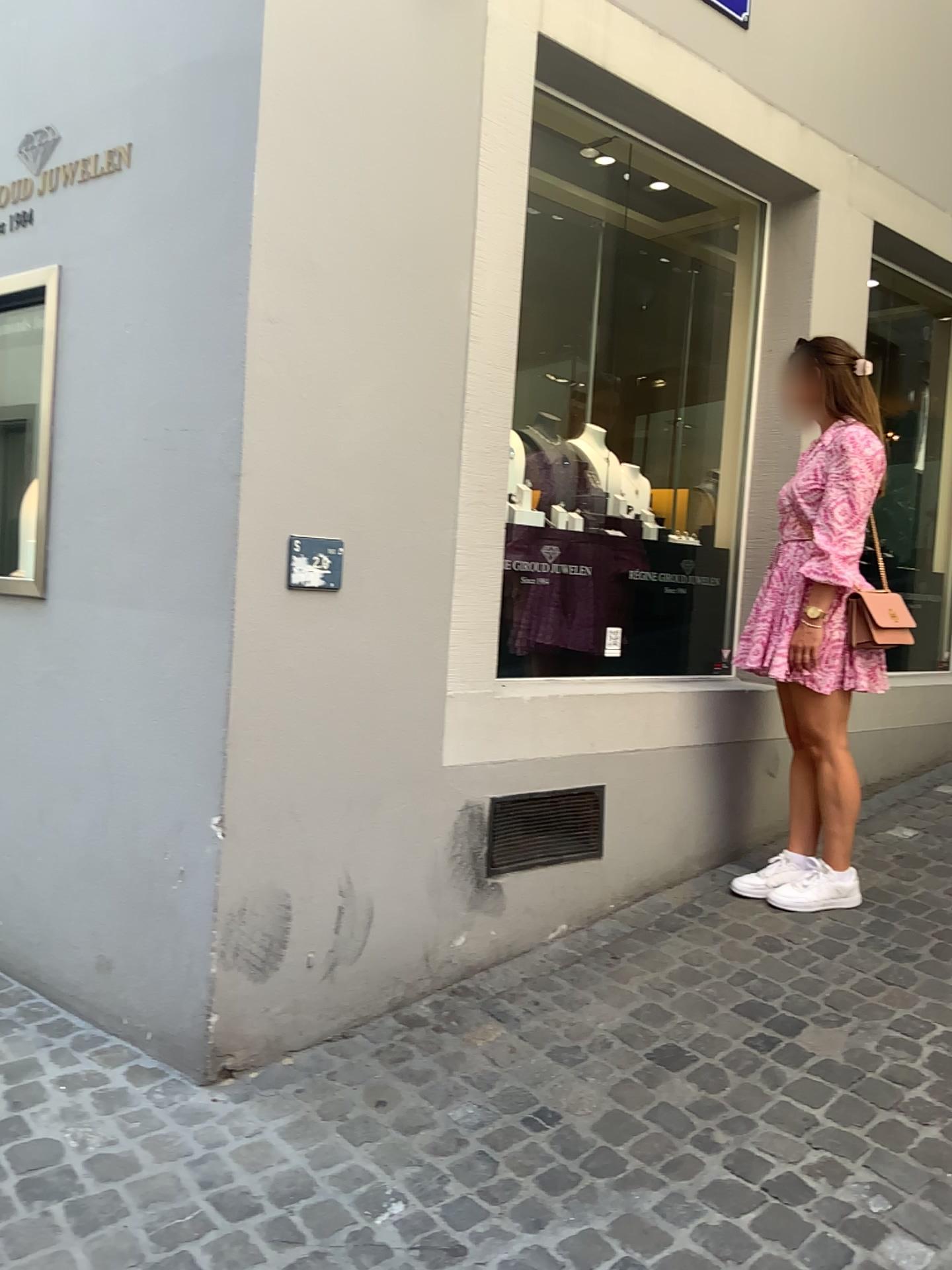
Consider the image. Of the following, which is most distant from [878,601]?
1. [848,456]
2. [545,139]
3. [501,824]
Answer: [545,139]

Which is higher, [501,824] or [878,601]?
[878,601]

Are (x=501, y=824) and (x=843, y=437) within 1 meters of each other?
no

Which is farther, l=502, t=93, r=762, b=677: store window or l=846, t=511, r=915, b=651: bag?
l=502, t=93, r=762, b=677: store window

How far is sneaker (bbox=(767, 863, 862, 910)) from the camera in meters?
3.2

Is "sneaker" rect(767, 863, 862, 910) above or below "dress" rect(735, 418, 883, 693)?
below

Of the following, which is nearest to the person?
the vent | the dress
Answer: the dress

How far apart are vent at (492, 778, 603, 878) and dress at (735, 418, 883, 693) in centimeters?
59cm

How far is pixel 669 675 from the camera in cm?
346

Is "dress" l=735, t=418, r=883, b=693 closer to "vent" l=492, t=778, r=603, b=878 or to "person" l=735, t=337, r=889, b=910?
"person" l=735, t=337, r=889, b=910
